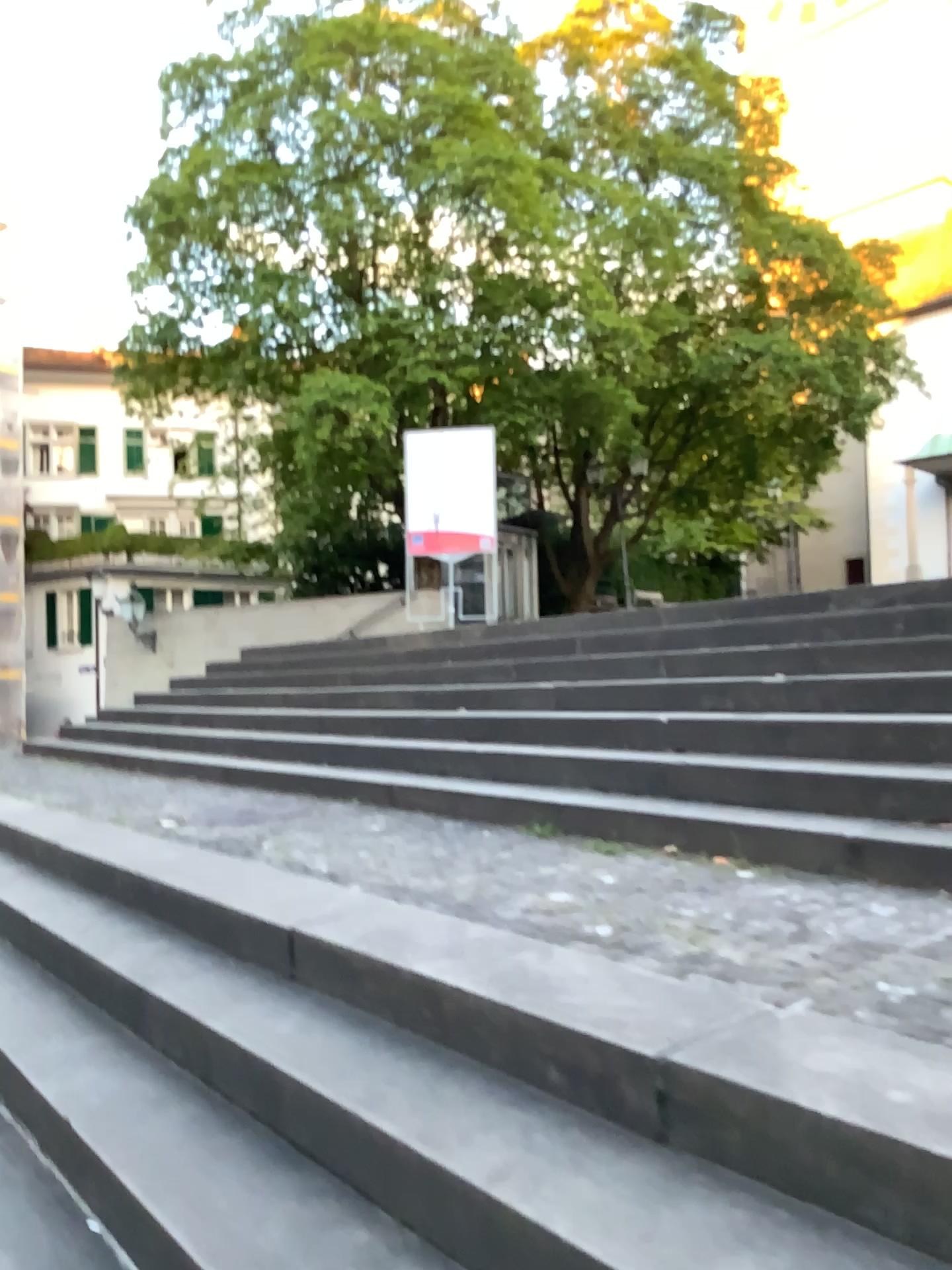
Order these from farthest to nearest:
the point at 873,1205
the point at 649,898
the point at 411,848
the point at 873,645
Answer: the point at 873,645
the point at 411,848
the point at 649,898
the point at 873,1205
